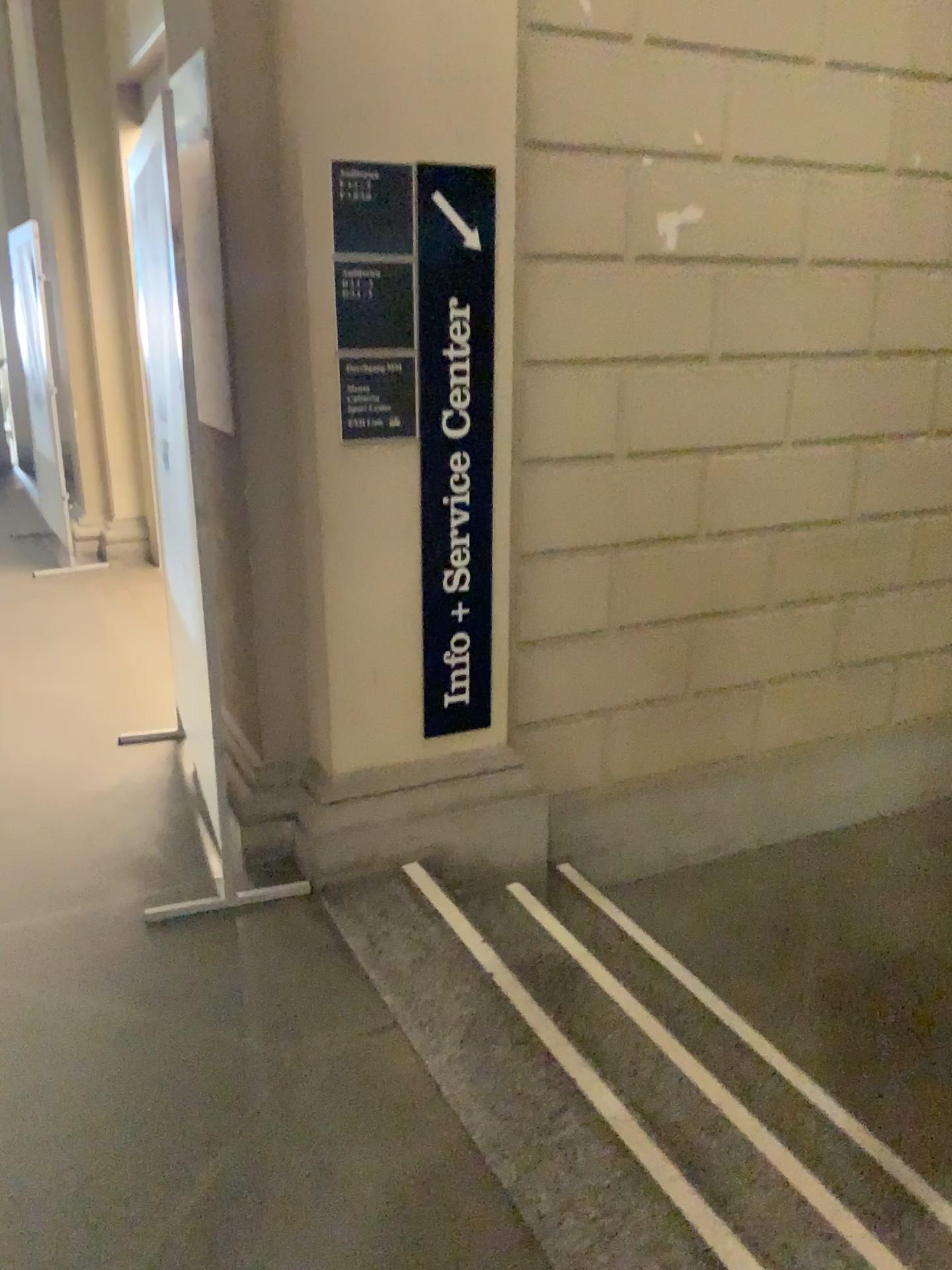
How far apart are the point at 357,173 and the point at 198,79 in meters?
0.4

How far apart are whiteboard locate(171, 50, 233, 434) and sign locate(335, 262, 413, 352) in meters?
0.3

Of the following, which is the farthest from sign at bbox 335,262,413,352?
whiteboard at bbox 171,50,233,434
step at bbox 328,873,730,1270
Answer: step at bbox 328,873,730,1270

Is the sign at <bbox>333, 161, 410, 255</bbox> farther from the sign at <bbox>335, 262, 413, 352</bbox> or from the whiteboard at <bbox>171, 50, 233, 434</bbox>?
the whiteboard at <bbox>171, 50, 233, 434</bbox>

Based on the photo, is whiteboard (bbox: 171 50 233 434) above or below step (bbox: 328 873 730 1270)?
above

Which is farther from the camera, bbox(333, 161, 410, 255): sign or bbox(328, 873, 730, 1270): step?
bbox(333, 161, 410, 255): sign

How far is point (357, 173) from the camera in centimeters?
248cm

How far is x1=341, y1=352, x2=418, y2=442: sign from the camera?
2.61m

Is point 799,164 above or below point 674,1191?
above

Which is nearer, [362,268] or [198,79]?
[198,79]
